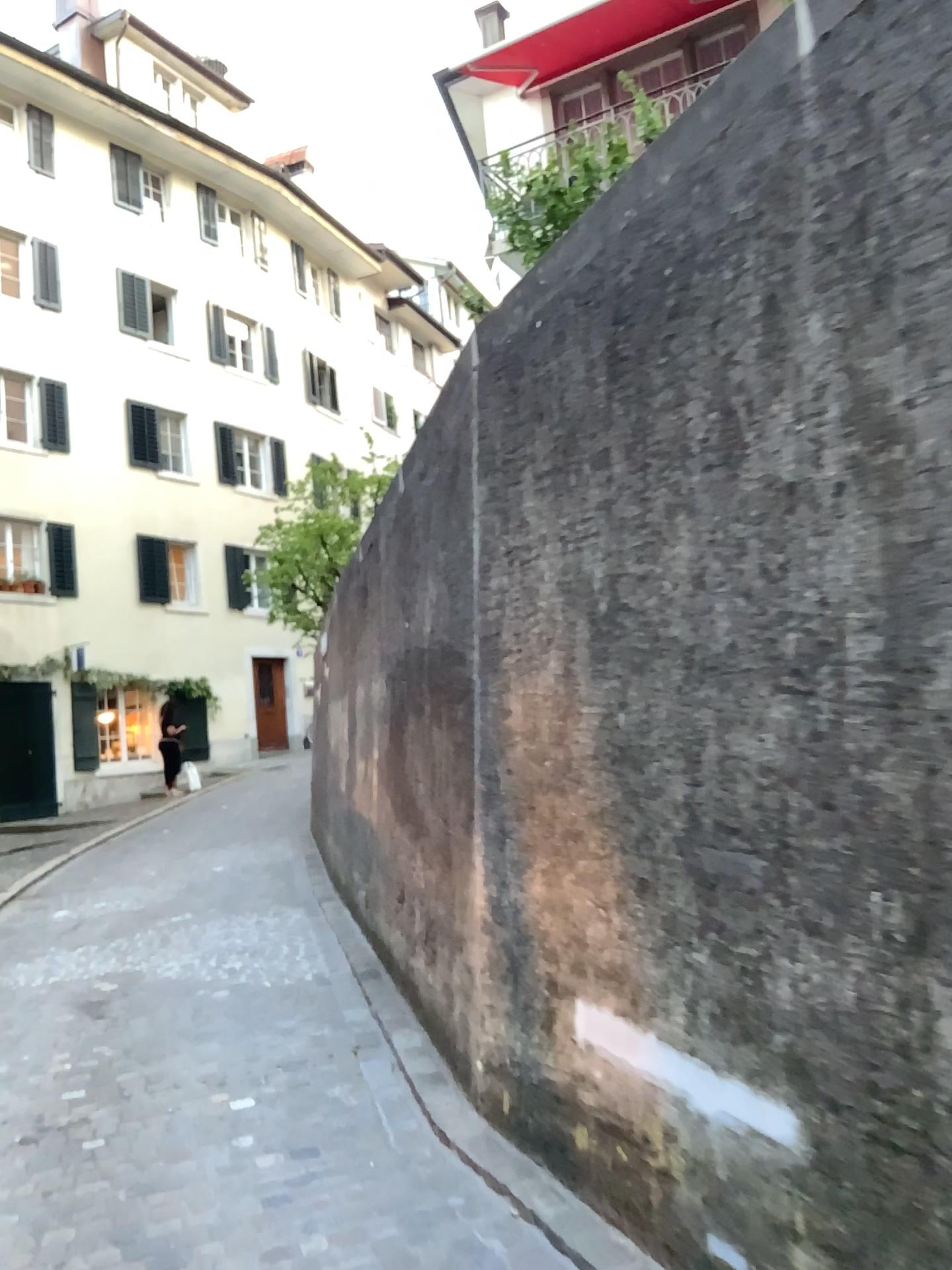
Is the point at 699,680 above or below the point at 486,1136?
above
